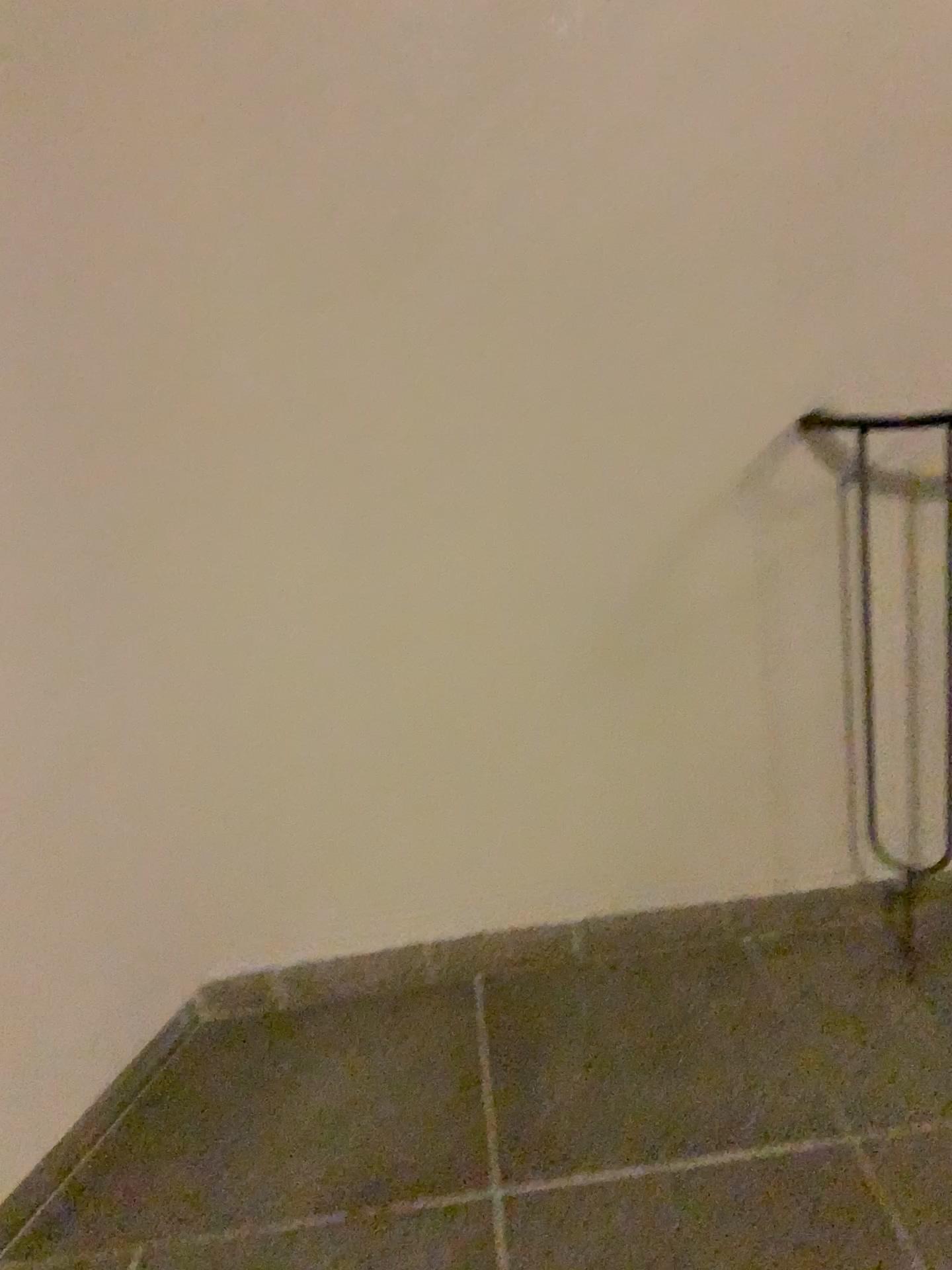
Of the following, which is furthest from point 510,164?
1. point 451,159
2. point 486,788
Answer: point 486,788
